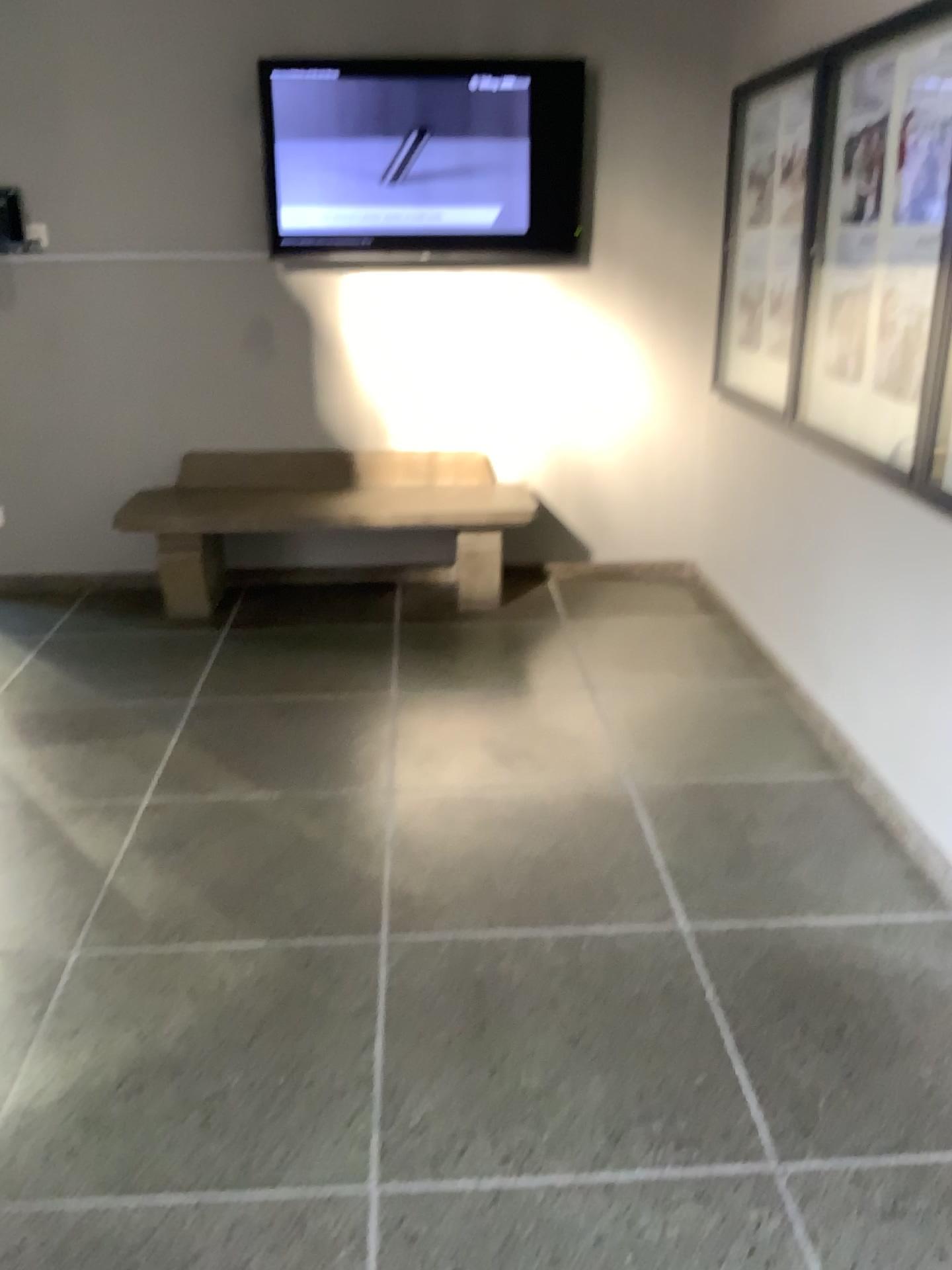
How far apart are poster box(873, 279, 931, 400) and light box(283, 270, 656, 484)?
1.84m

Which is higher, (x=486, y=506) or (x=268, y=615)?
(x=486, y=506)

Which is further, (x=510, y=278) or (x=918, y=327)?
(x=510, y=278)

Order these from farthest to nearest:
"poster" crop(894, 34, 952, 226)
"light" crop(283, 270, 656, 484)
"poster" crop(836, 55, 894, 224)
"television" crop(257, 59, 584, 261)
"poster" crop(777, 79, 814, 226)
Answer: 1. "light" crop(283, 270, 656, 484)
2. "television" crop(257, 59, 584, 261)
3. "poster" crop(777, 79, 814, 226)
4. "poster" crop(836, 55, 894, 224)
5. "poster" crop(894, 34, 952, 226)

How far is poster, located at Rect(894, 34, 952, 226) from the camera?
2.5 meters

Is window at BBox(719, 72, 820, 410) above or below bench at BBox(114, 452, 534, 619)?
above

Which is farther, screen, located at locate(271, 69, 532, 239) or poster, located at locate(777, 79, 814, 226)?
screen, located at locate(271, 69, 532, 239)

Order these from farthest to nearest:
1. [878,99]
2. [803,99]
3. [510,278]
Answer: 1. [510,278]
2. [803,99]
3. [878,99]

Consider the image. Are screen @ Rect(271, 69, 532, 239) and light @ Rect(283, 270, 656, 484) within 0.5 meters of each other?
yes

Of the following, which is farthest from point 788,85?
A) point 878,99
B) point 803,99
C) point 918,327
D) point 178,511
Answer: point 178,511
